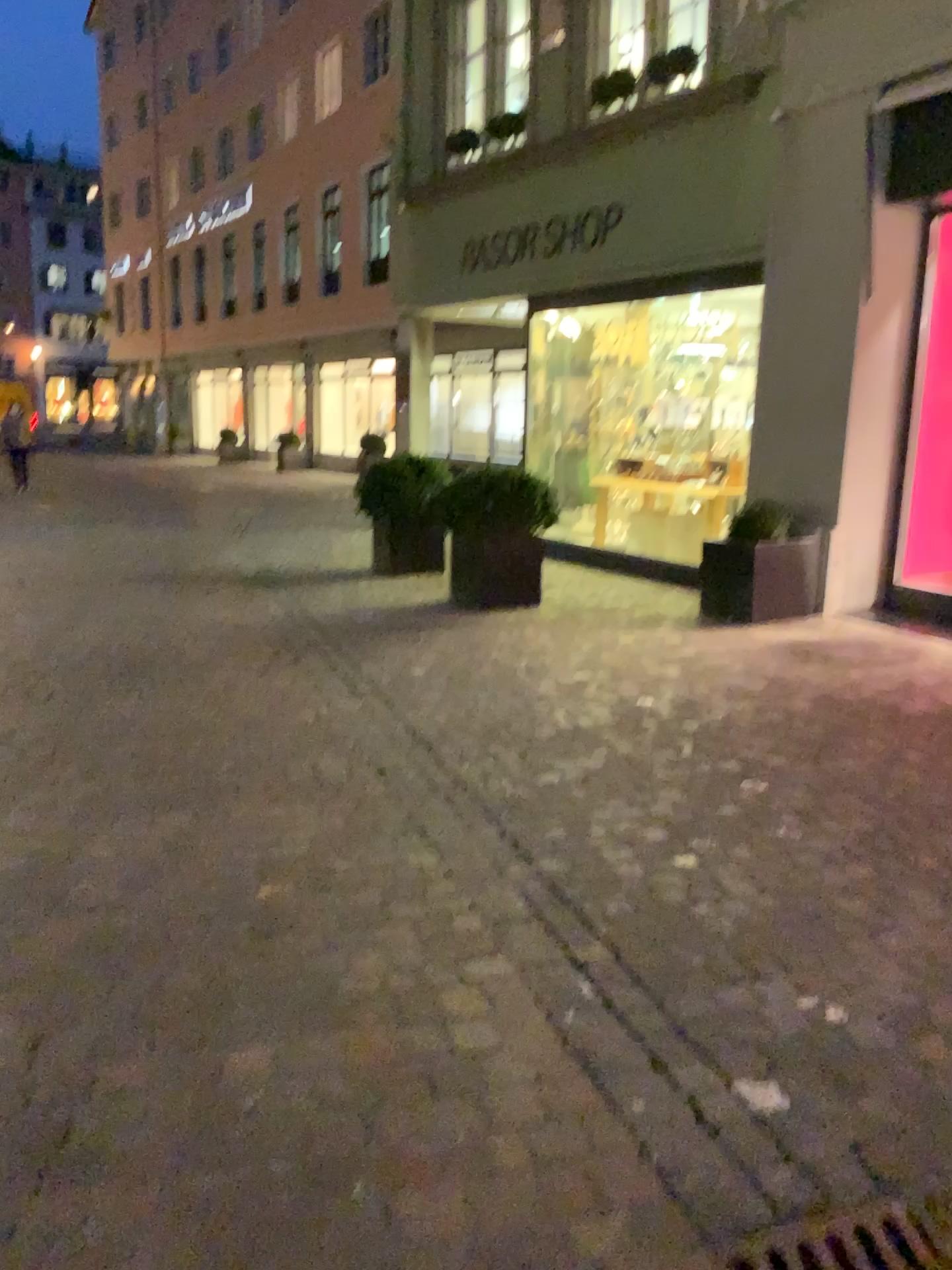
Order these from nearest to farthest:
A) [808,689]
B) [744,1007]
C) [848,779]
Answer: [744,1007]
[848,779]
[808,689]
